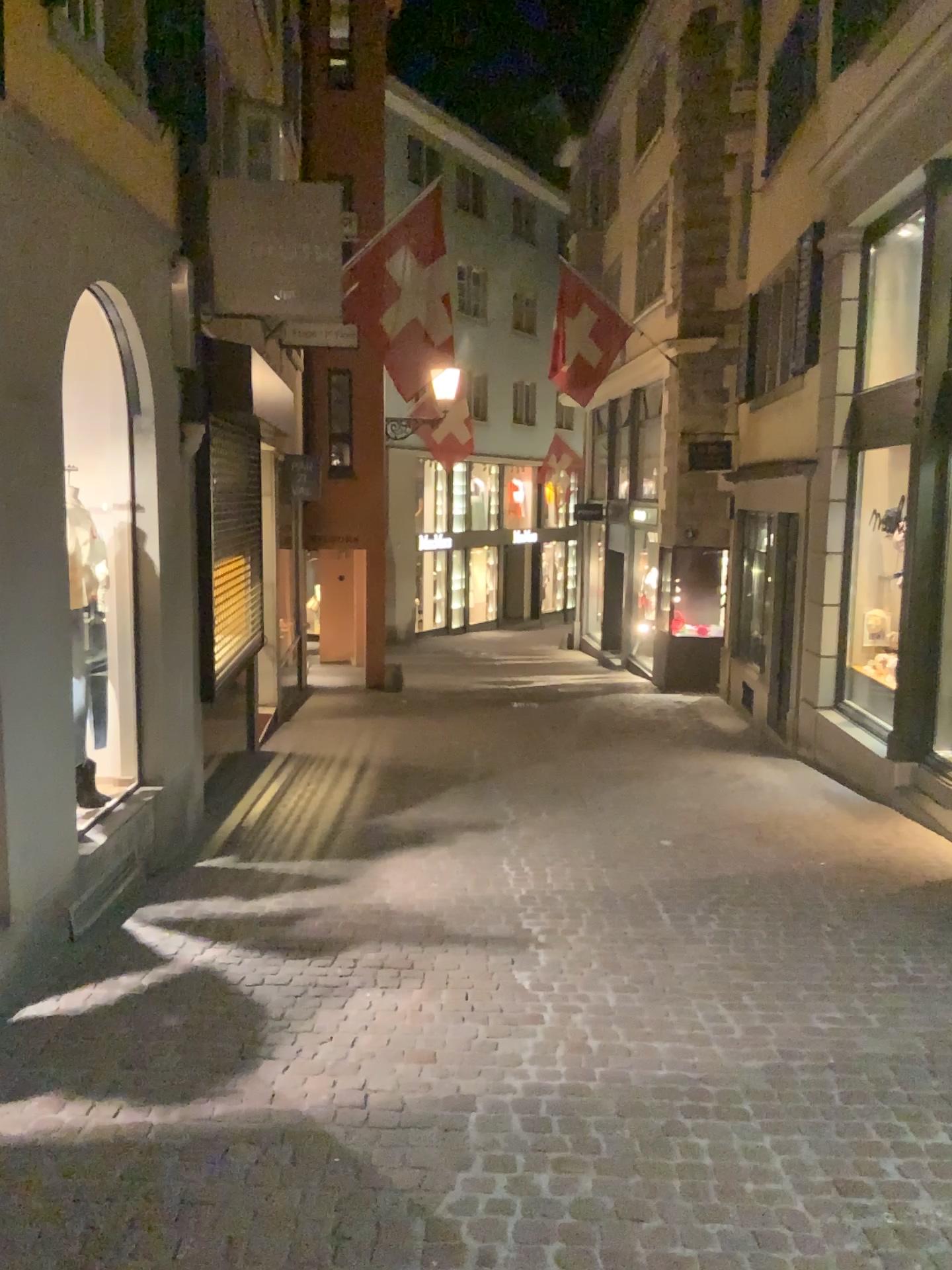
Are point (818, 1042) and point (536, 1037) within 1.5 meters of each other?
yes
